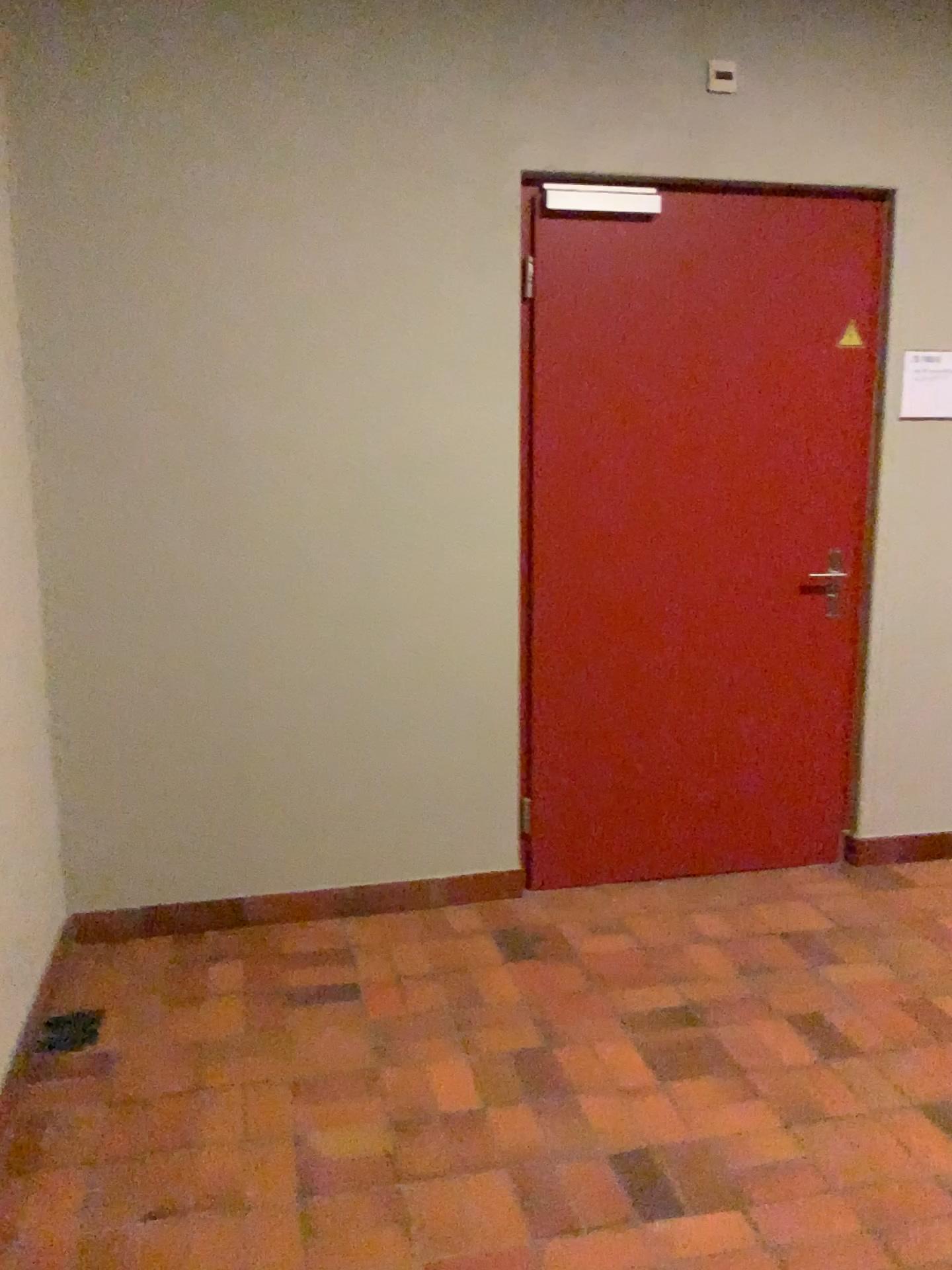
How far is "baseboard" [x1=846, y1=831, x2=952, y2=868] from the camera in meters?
3.7

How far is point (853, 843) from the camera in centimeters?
365cm

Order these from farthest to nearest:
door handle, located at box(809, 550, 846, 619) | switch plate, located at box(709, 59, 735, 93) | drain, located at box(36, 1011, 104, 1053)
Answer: door handle, located at box(809, 550, 846, 619) → switch plate, located at box(709, 59, 735, 93) → drain, located at box(36, 1011, 104, 1053)

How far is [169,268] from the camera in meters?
2.8 m

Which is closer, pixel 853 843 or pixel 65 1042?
pixel 65 1042

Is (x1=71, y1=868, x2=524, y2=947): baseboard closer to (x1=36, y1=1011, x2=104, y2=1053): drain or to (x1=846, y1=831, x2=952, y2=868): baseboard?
(x1=36, y1=1011, x2=104, y2=1053): drain

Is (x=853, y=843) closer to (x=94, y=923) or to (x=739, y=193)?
(x=739, y=193)

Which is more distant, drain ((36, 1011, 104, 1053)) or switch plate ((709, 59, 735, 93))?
switch plate ((709, 59, 735, 93))

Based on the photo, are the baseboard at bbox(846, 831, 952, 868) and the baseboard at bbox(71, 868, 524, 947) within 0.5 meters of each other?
no

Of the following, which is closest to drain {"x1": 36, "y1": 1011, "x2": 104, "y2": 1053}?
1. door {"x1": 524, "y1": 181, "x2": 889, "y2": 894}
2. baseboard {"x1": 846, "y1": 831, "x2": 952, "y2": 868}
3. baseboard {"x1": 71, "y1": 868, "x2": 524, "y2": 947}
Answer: baseboard {"x1": 71, "y1": 868, "x2": 524, "y2": 947}
